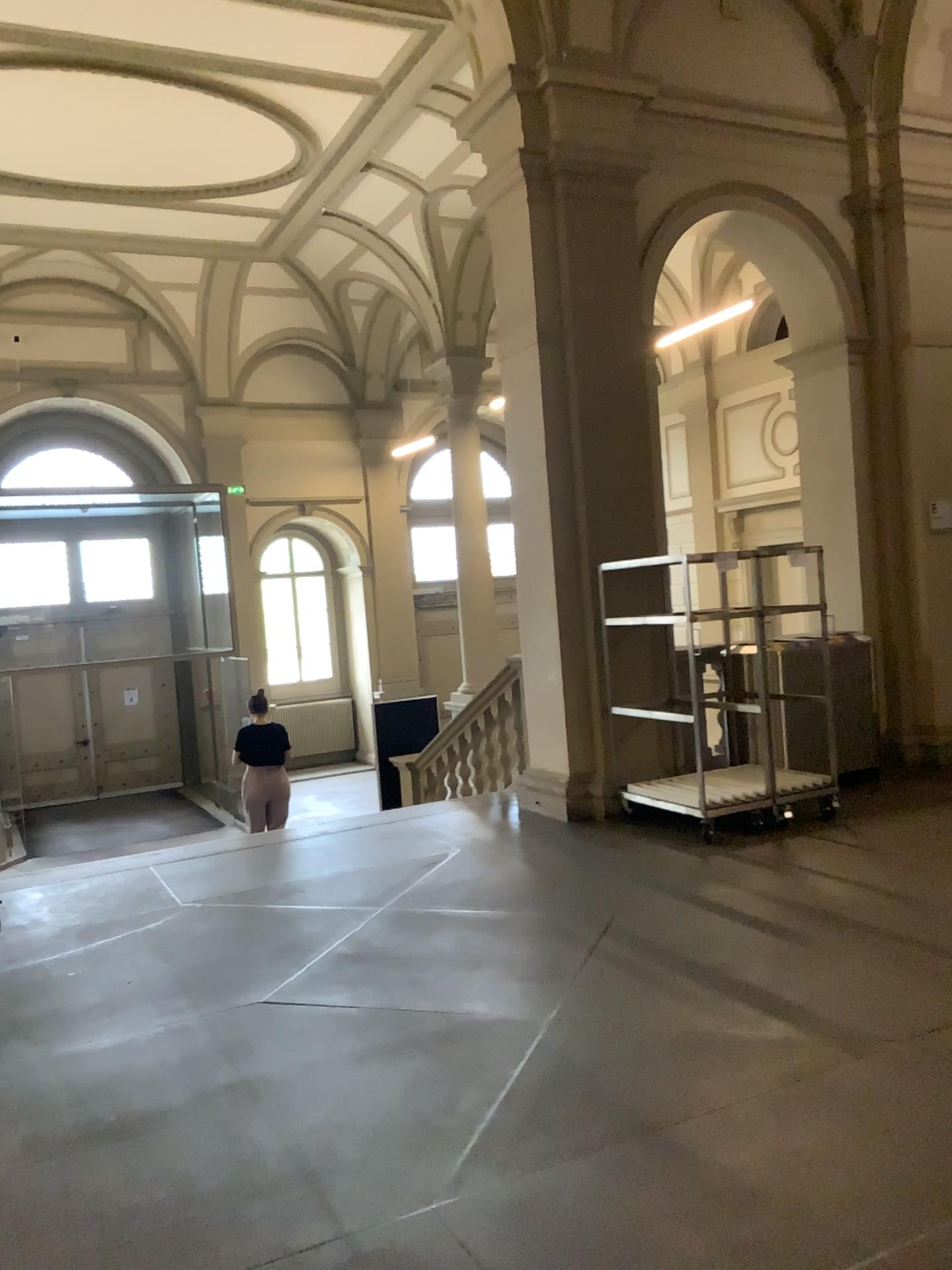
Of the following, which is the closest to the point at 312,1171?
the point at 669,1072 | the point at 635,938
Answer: the point at 669,1072
